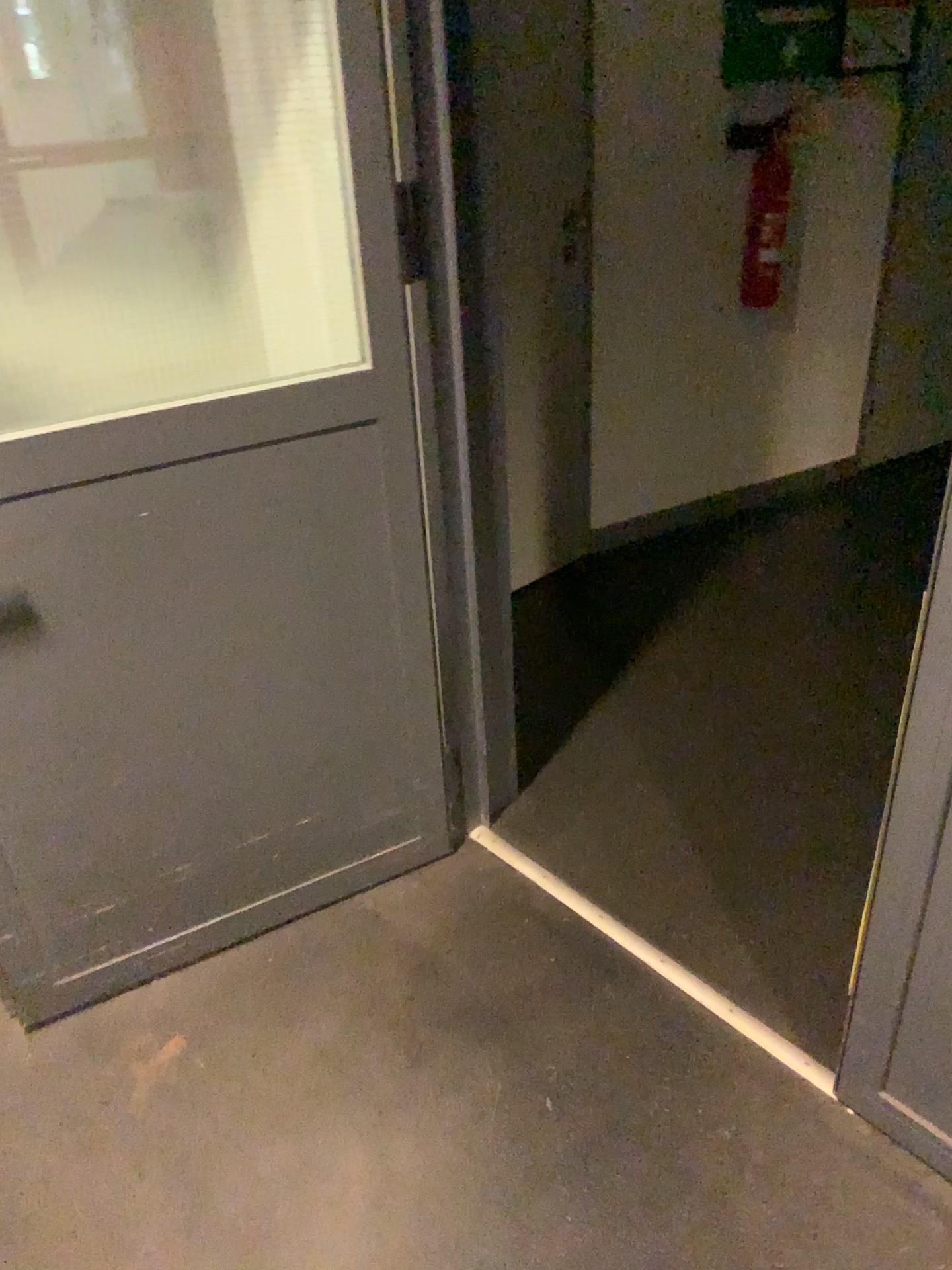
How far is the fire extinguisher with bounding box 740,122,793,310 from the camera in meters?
3.1

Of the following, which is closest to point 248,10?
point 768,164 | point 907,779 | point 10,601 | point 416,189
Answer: point 416,189

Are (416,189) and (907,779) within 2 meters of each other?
yes

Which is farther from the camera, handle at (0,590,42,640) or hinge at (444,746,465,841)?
hinge at (444,746,465,841)

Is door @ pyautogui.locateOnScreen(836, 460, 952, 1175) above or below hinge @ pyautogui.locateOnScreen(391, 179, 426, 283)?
below

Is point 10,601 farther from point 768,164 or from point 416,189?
point 768,164

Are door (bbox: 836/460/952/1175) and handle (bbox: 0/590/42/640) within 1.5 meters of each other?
yes

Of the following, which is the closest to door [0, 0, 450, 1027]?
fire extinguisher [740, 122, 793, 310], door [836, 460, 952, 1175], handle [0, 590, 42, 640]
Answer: handle [0, 590, 42, 640]

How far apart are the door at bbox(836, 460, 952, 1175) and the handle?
1.2m

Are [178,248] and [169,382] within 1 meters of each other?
yes
